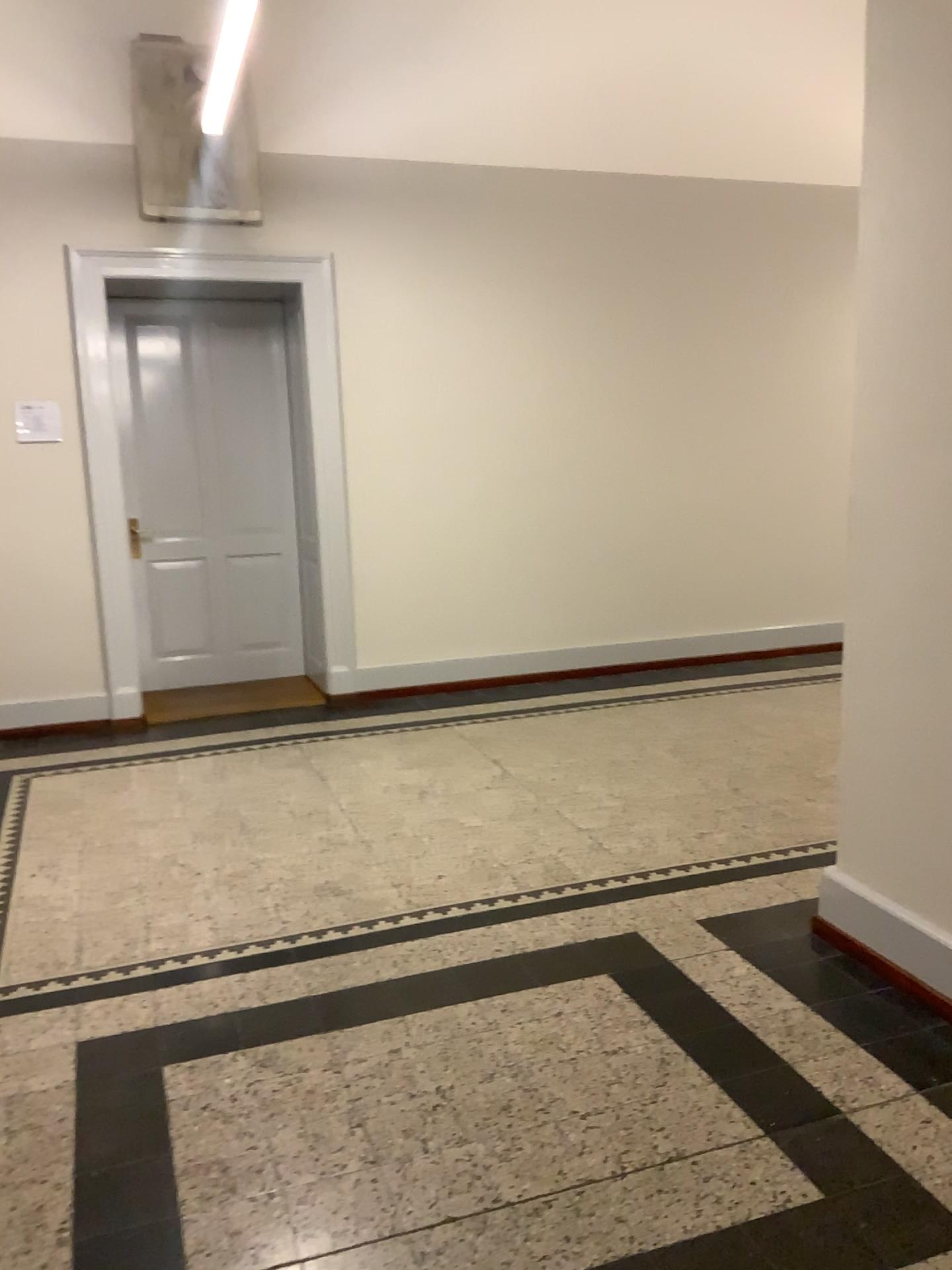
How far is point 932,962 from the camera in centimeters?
273cm

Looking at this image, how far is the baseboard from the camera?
2.7 meters

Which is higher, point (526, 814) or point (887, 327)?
point (887, 327)
